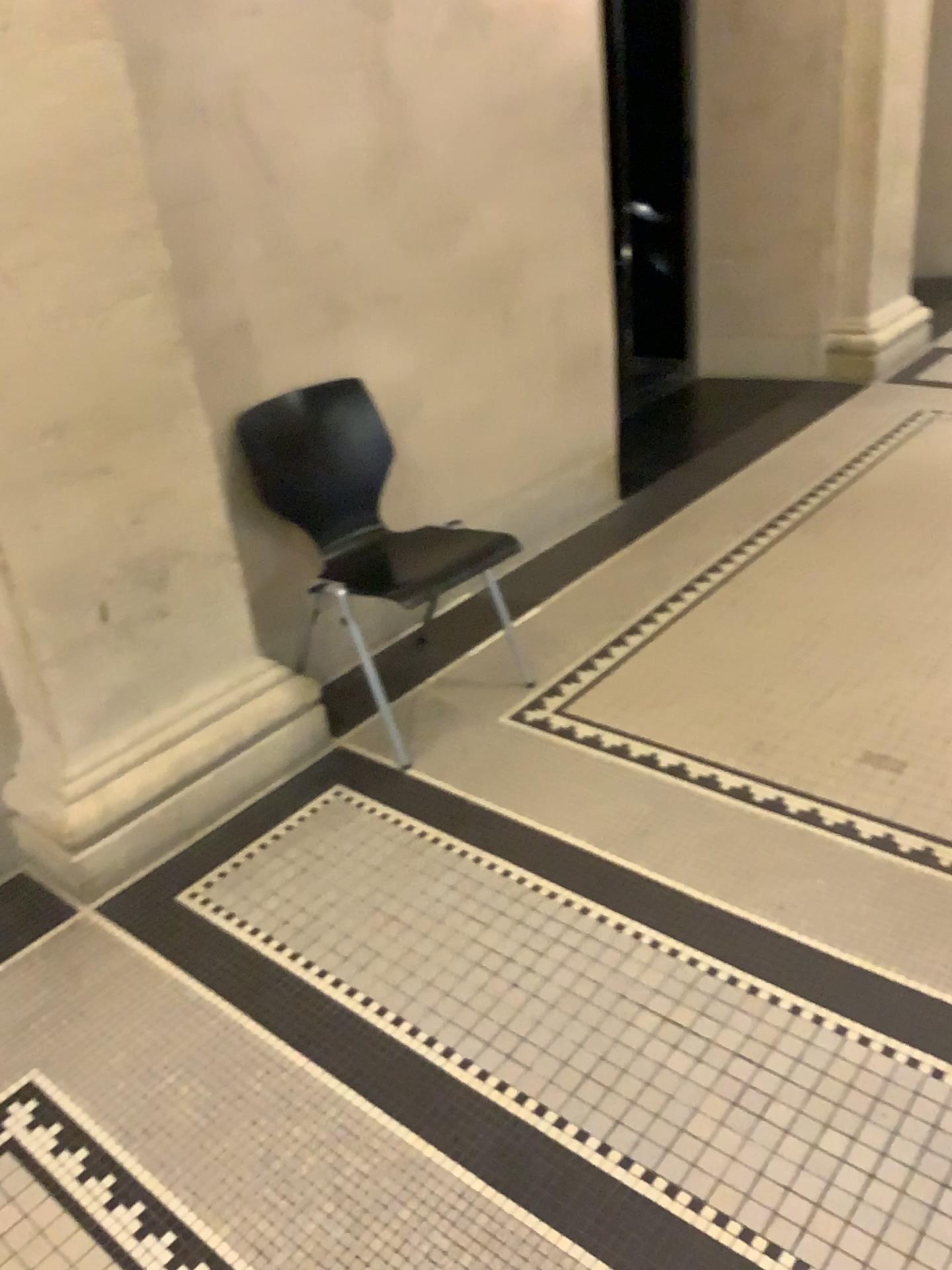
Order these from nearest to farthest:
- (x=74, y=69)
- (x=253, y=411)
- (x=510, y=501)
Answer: (x=74, y=69), (x=253, y=411), (x=510, y=501)

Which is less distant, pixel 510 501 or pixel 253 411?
pixel 253 411

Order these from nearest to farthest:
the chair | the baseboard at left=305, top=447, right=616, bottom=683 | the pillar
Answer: the pillar < the chair < the baseboard at left=305, top=447, right=616, bottom=683

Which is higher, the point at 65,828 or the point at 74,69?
the point at 74,69

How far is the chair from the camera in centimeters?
262cm

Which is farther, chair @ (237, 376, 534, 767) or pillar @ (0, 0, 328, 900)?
chair @ (237, 376, 534, 767)

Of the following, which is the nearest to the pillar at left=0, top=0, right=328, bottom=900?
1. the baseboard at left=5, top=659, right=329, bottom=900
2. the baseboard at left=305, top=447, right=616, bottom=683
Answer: the baseboard at left=5, top=659, right=329, bottom=900

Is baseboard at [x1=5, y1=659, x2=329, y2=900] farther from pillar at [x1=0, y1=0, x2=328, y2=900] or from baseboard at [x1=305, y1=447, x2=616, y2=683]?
baseboard at [x1=305, y1=447, x2=616, y2=683]

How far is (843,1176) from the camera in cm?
155
